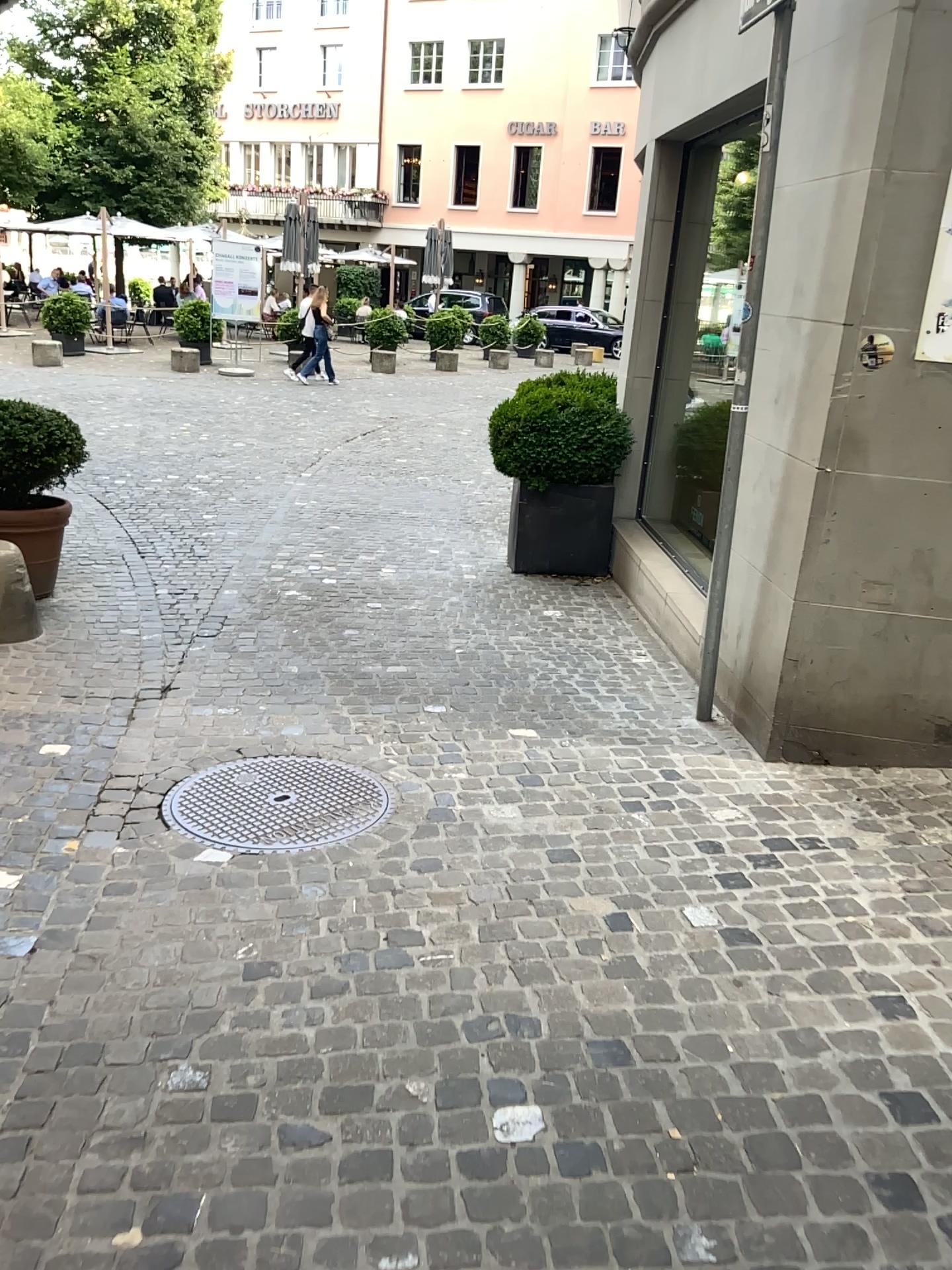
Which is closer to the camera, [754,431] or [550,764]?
[550,764]
